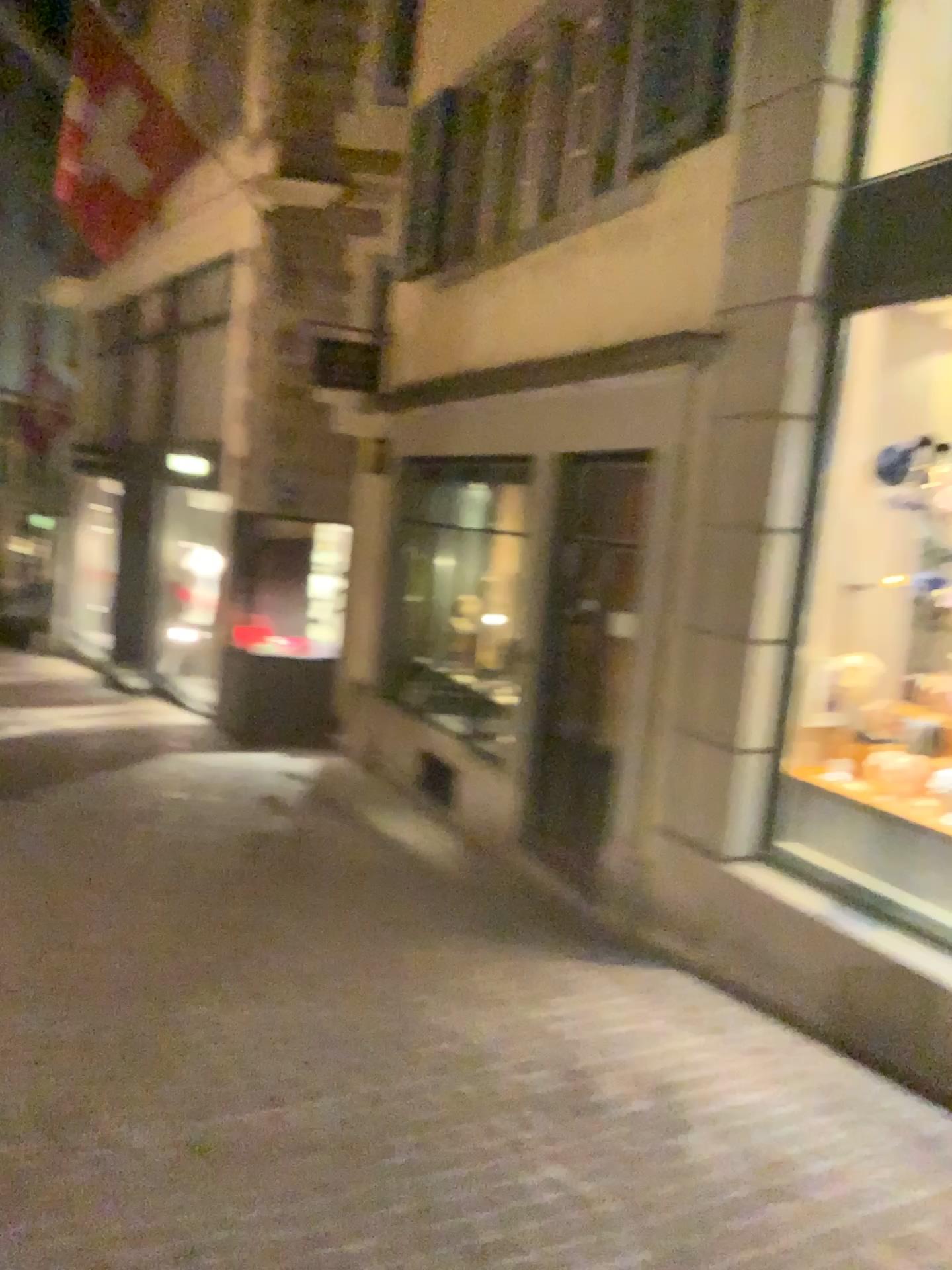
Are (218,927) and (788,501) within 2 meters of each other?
no
